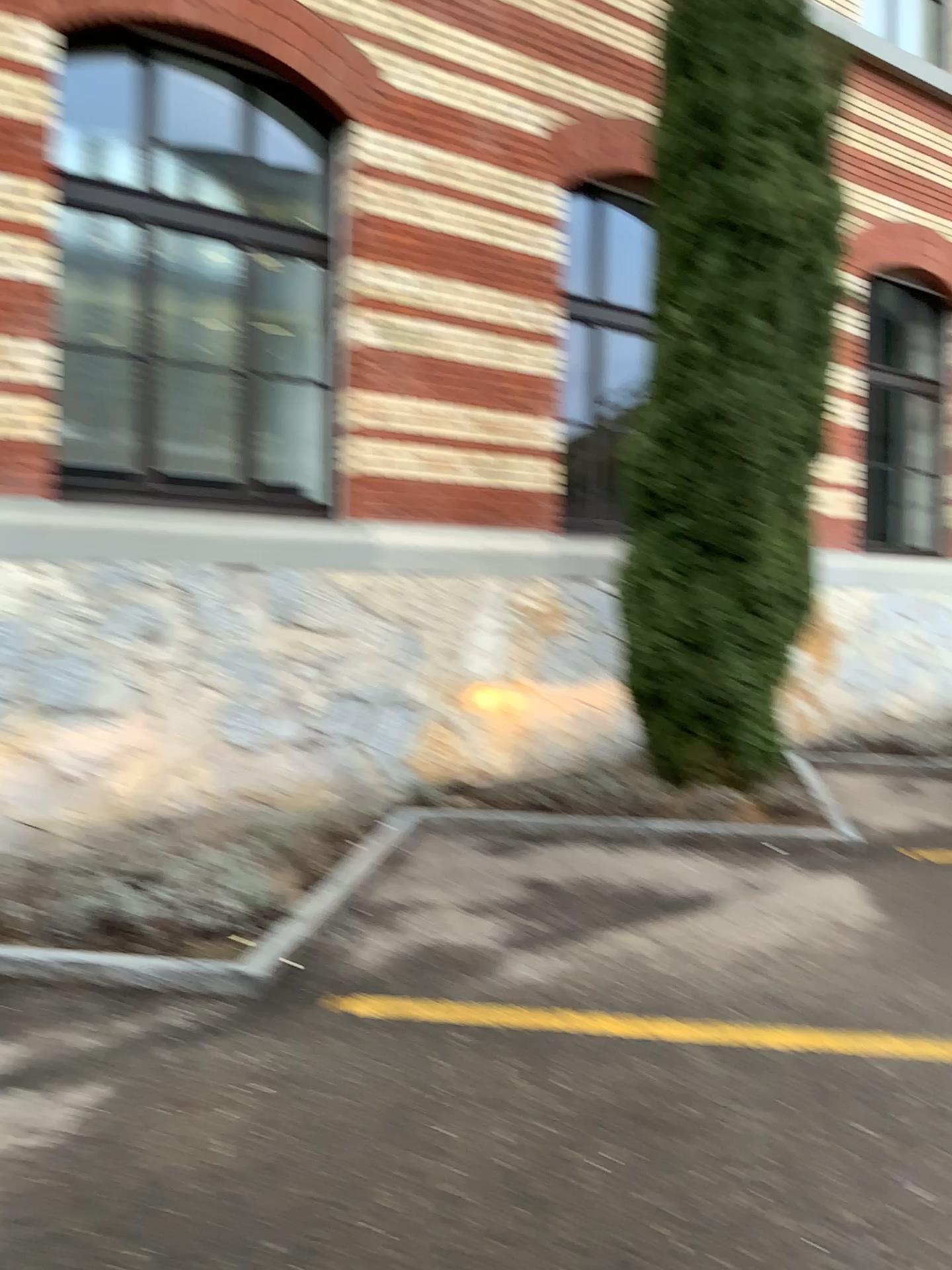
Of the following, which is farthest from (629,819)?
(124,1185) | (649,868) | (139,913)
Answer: (124,1185)
